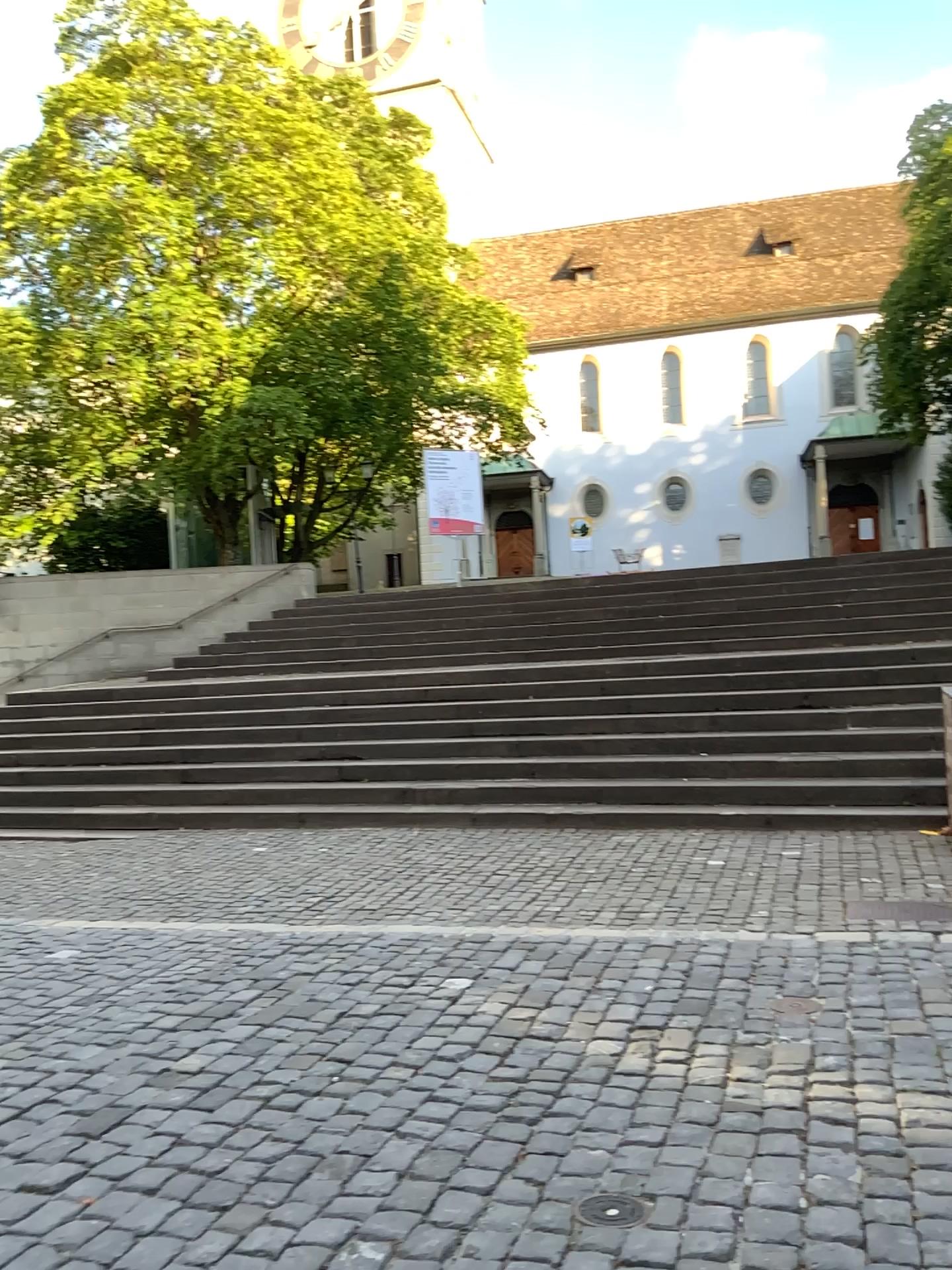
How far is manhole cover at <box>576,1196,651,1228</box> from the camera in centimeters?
245cm

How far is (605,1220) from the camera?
2.44m

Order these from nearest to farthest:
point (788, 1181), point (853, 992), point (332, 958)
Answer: point (788, 1181), point (853, 992), point (332, 958)
